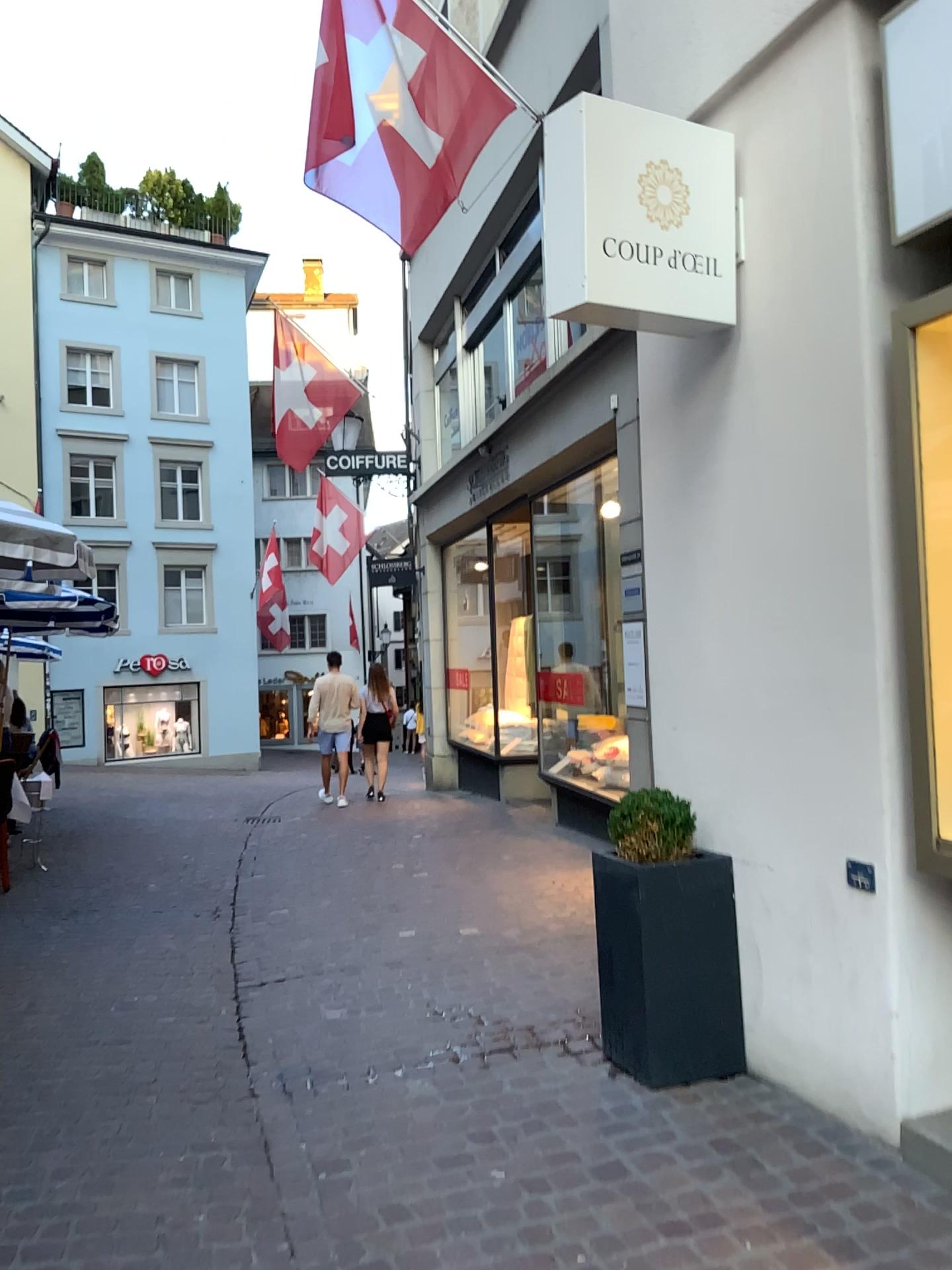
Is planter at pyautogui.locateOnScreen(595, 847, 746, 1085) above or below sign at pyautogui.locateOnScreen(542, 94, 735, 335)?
below

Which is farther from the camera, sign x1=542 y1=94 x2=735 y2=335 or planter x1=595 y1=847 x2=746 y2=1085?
planter x1=595 y1=847 x2=746 y2=1085

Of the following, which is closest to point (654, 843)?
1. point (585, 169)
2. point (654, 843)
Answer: point (654, 843)

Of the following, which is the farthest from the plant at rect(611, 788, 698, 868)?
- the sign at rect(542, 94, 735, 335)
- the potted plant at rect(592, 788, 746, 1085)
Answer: the sign at rect(542, 94, 735, 335)

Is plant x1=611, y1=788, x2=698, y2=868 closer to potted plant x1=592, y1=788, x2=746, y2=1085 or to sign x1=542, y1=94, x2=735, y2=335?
potted plant x1=592, y1=788, x2=746, y2=1085

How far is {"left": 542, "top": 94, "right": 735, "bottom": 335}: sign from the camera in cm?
312

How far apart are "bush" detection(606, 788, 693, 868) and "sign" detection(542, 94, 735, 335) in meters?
1.6 m

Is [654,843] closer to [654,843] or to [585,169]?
[654,843]

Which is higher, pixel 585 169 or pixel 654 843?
pixel 585 169

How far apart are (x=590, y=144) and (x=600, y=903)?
2.37m
